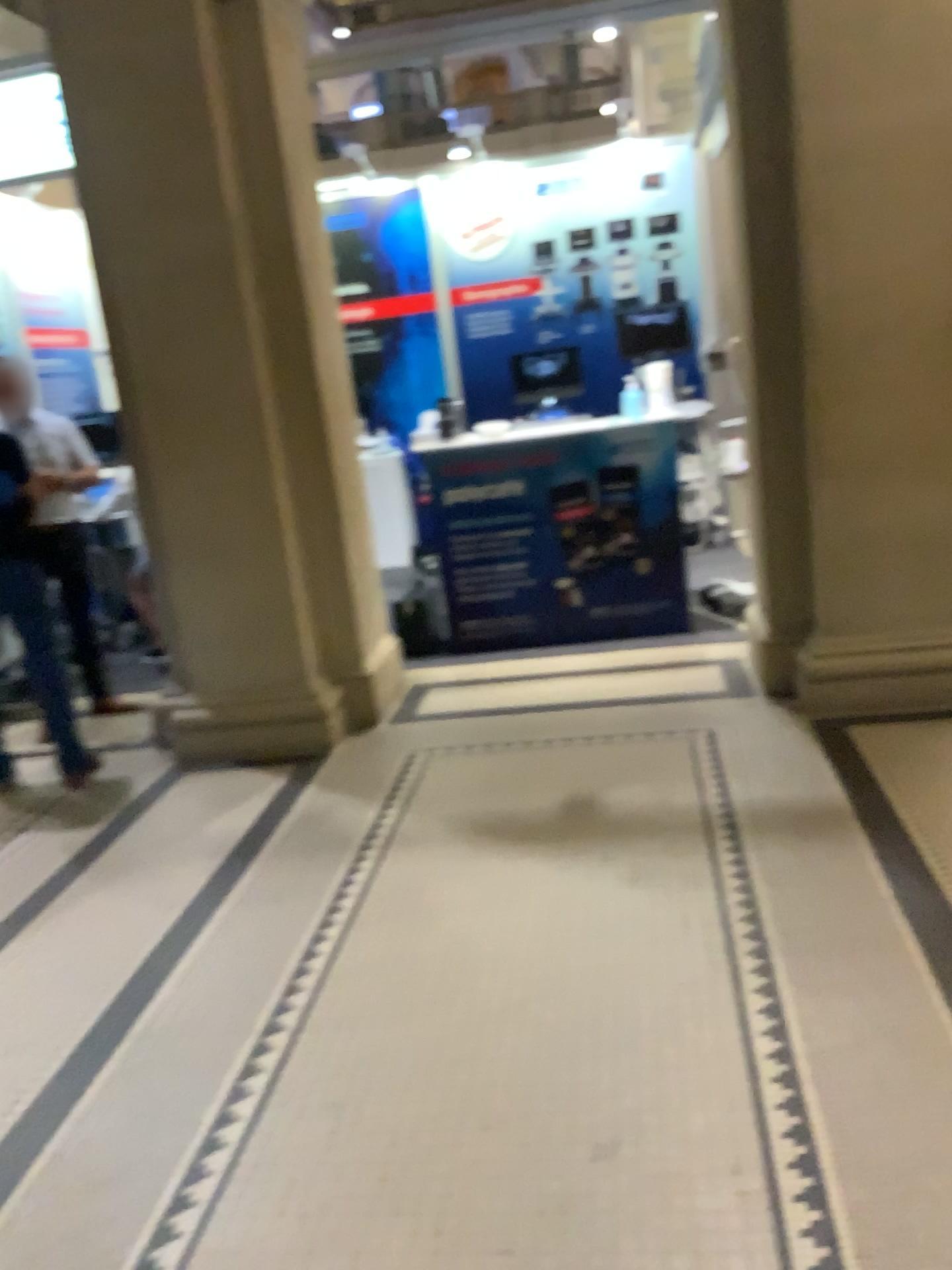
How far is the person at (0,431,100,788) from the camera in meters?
4.3

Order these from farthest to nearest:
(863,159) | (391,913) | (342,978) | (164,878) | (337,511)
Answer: (337,511)
(863,159)
(164,878)
(391,913)
(342,978)

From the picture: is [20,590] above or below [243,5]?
below

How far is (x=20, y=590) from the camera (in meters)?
4.31
